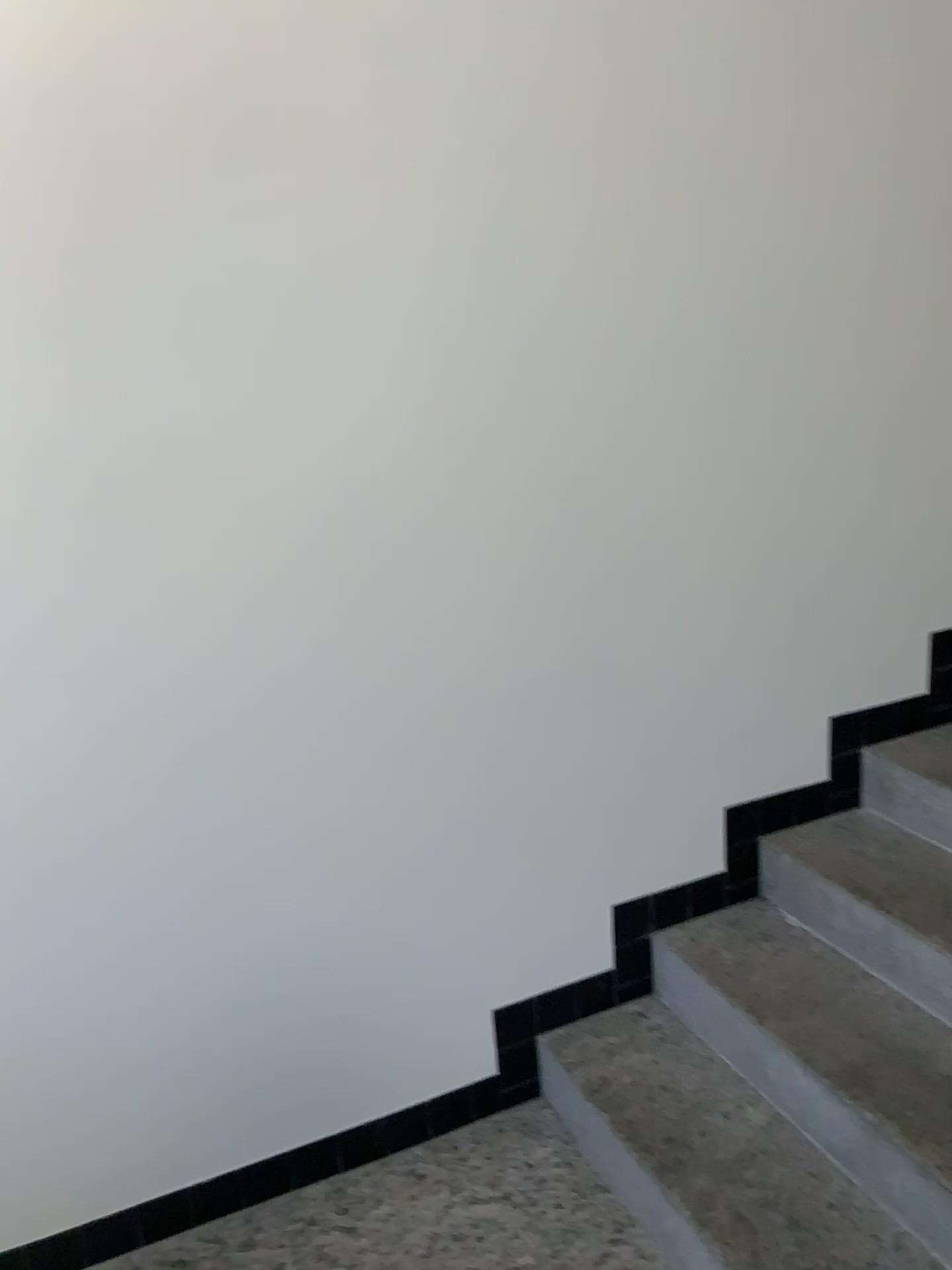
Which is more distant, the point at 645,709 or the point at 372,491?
the point at 645,709

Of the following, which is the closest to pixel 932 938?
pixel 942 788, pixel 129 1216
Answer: pixel 942 788

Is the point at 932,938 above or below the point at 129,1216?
above

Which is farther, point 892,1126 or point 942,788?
point 942,788

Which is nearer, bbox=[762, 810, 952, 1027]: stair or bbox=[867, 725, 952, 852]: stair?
bbox=[762, 810, 952, 1027]: stair

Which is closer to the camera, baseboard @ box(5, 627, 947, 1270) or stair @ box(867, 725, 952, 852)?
baseboard @ box(5, 627, 947, 1270)

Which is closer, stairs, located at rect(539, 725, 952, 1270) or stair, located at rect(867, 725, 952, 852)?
stairs, located at rect(539, 725, 952, 1270)
